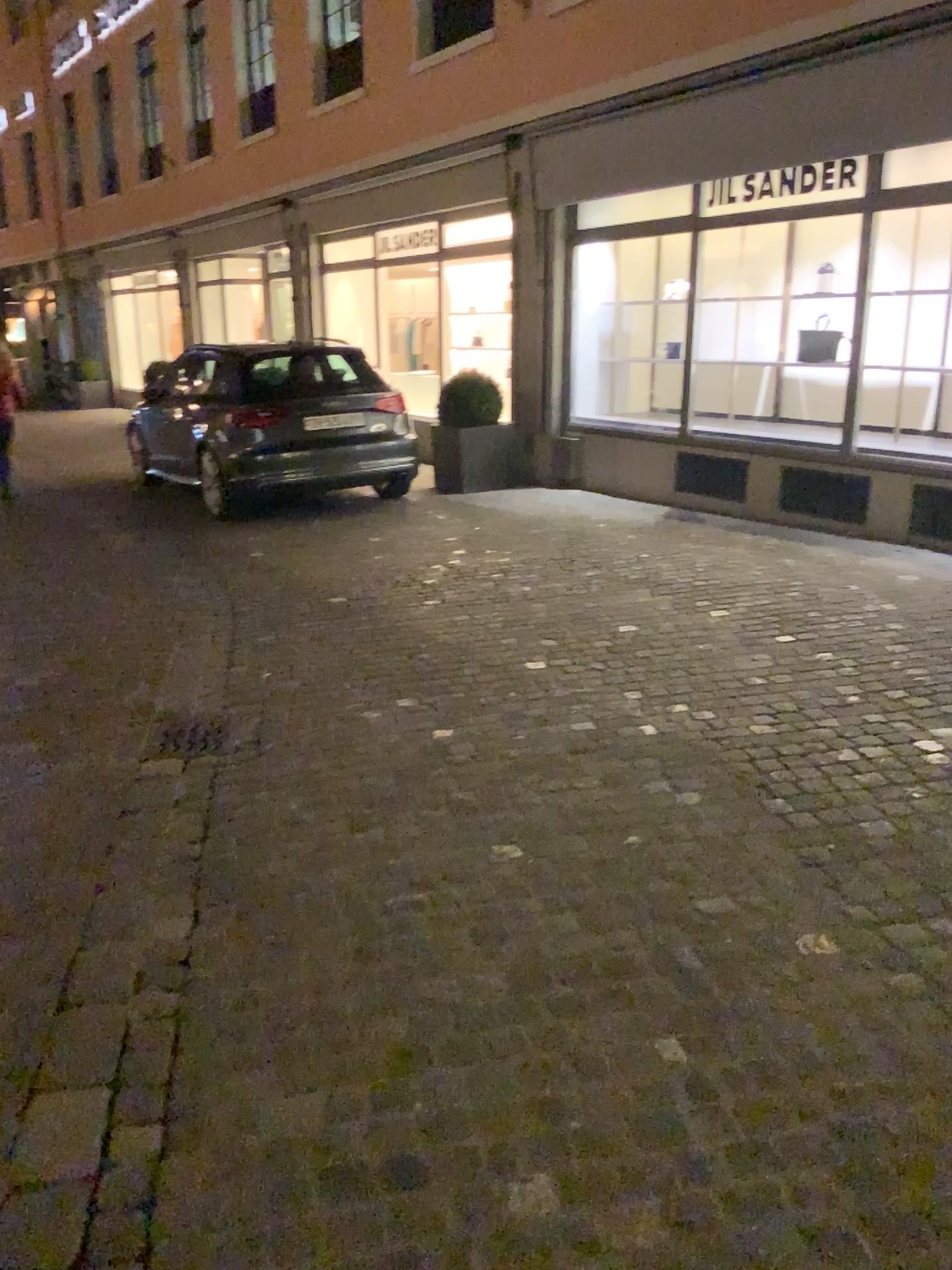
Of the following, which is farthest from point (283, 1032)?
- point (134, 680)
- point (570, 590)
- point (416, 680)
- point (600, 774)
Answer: point (570, 590)
